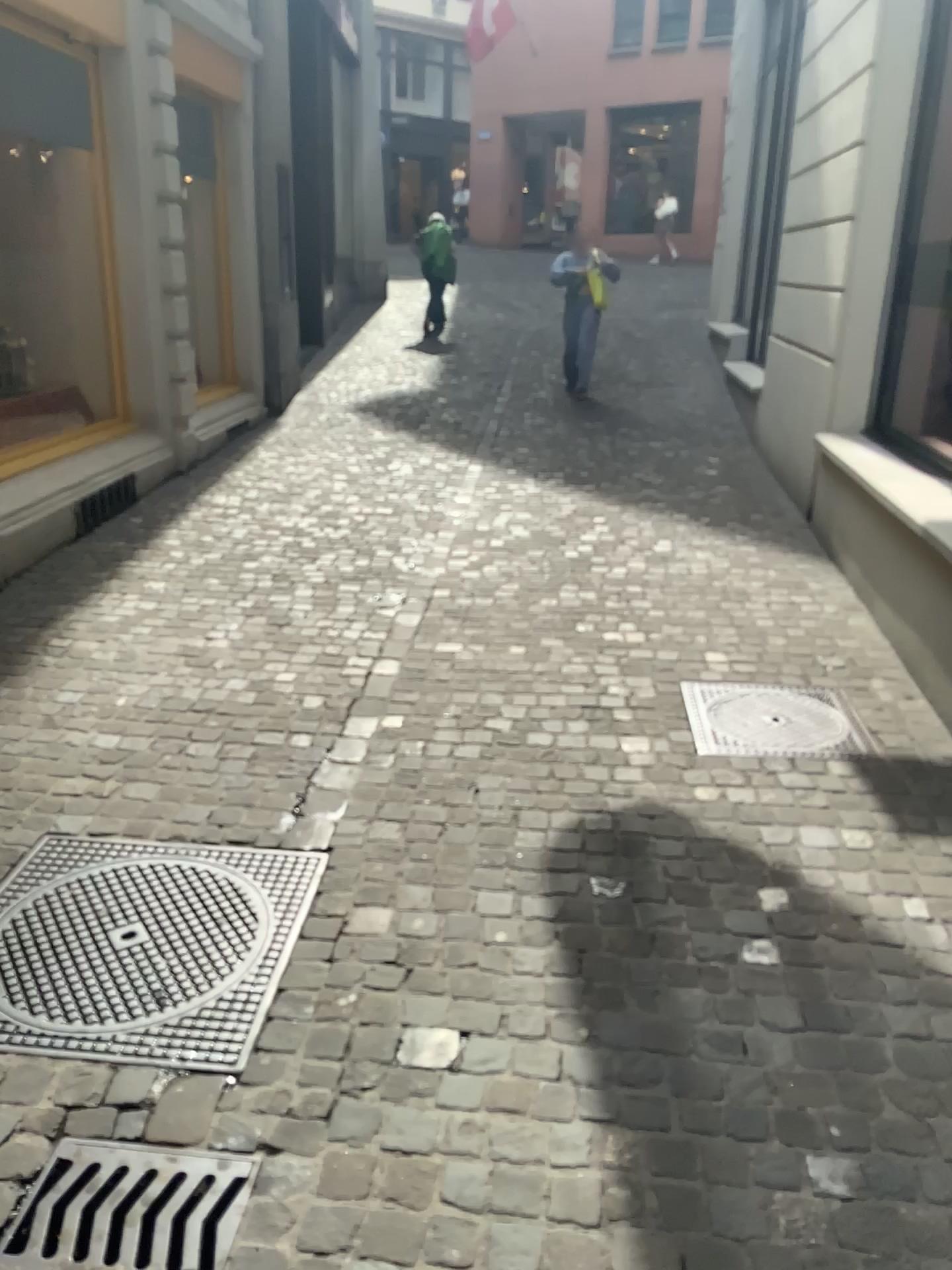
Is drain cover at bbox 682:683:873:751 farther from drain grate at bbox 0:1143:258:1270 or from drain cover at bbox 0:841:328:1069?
drain grate at bbox 0:1143:258:1270

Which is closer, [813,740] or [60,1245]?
[60,1245]

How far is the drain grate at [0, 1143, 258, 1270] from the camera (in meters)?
1.74

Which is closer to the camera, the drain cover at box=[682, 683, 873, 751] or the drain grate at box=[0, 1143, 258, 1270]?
the drain grate at box=[0, 1143, 258, 1270]

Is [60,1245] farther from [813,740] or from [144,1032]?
[813,740]

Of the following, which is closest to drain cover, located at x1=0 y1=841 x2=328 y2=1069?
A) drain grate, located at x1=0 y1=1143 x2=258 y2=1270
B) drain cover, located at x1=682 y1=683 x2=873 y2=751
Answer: drain grate, located at x1=0 y1=1143 x2=258 y2=1270

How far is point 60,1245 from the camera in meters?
1.7

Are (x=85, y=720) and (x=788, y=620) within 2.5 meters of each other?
no

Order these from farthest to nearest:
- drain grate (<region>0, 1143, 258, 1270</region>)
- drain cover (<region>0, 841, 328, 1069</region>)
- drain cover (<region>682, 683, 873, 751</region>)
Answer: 1. drain cover (<region>682, 683, 873, 751</region>)
2. drain cover (<region>0, 841, 328, 1069</region>)
3. drain grate (<region>0, 1143, 258, 1270</region>)
